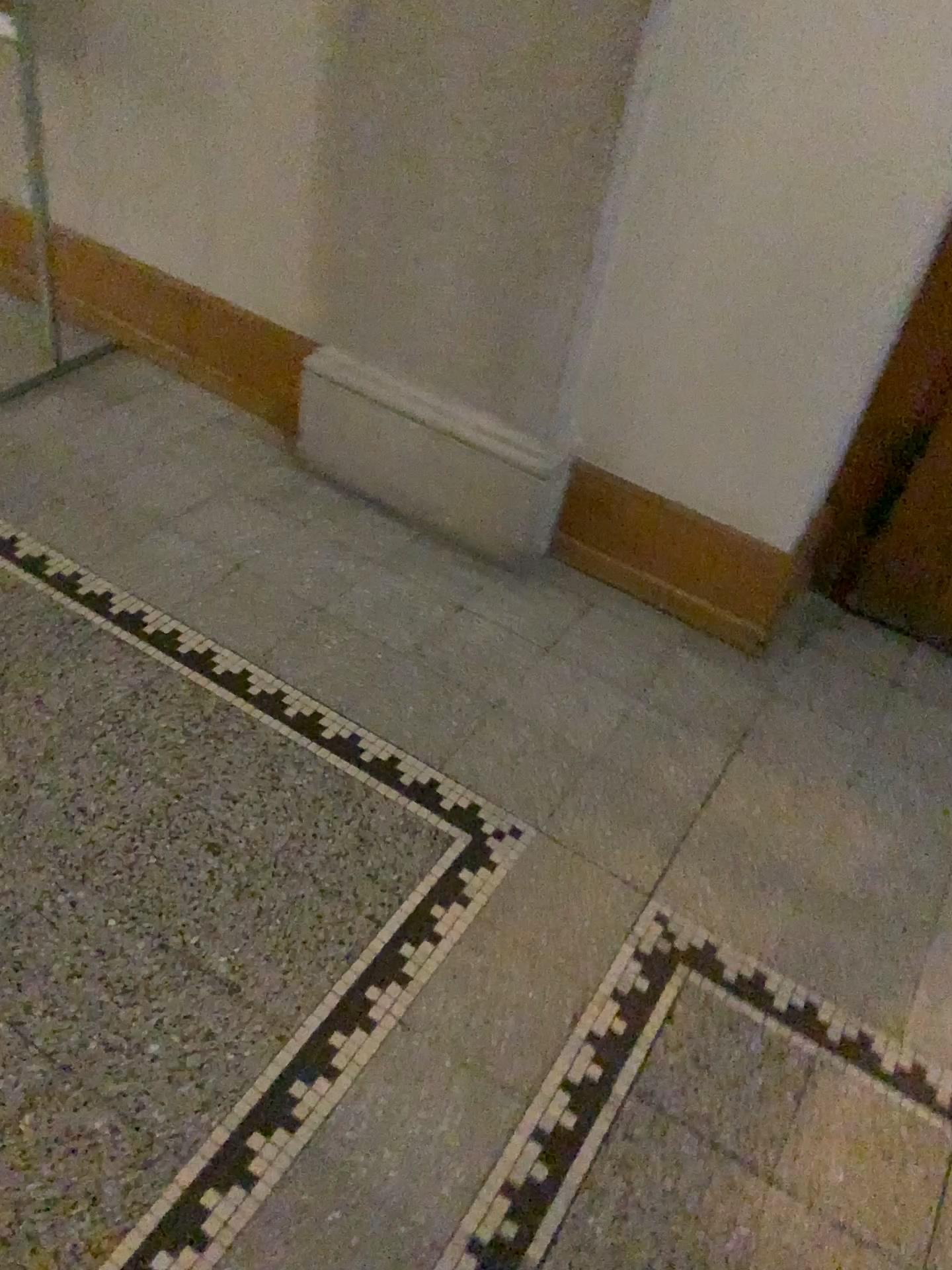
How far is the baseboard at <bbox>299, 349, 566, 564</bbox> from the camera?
2.1 meters

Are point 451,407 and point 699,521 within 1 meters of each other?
yes

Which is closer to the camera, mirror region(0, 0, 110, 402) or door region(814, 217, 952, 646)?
door region(814, 217, 952, 646)

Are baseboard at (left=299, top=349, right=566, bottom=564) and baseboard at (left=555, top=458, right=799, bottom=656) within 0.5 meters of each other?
yes

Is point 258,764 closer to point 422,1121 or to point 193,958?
point 193,958

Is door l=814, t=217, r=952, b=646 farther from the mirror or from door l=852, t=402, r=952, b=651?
the mirror

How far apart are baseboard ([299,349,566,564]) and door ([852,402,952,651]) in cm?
67

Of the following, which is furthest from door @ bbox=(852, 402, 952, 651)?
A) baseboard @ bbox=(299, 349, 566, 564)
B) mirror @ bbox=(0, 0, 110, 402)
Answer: mirror @ bbox=(0, 0, 110, 402)

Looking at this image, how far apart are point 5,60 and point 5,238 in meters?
0.4 m

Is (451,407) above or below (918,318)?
below
